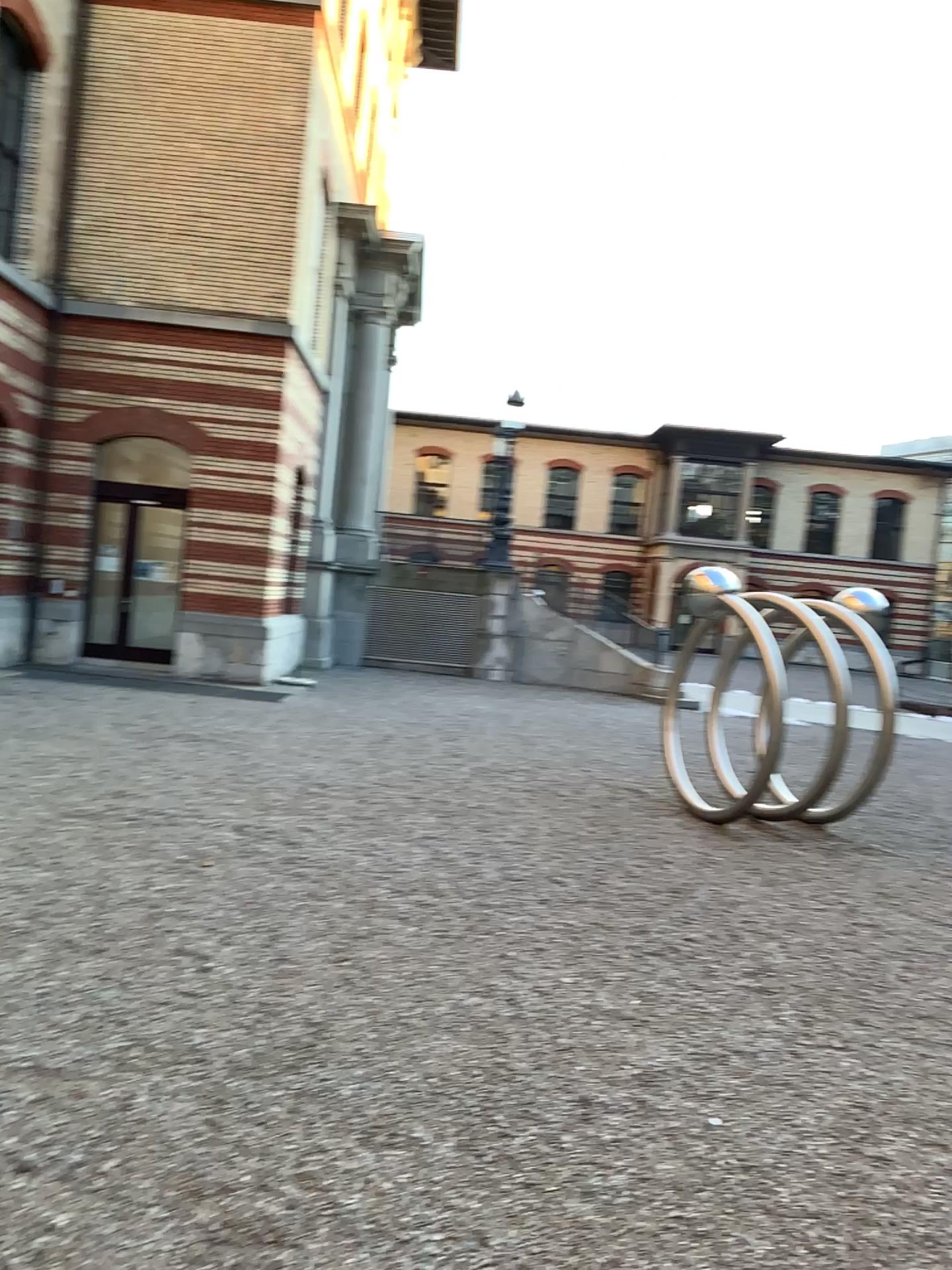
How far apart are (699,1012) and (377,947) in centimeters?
143cm
